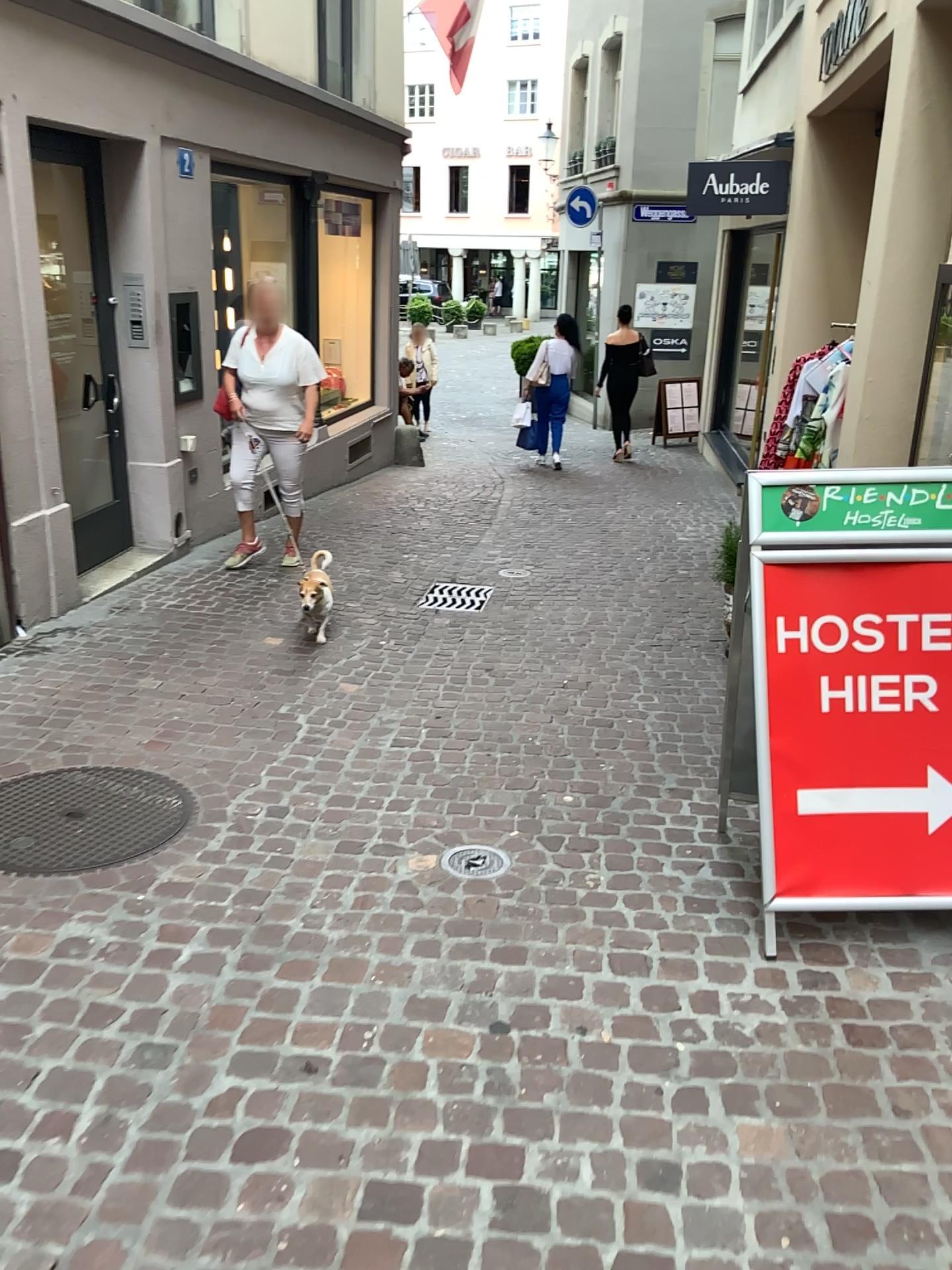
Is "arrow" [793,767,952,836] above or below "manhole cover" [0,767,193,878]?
above

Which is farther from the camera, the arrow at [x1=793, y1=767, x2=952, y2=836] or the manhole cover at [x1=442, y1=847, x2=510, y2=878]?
the manhole cover at [x1=442, y1=847, x2=510, y2=878]

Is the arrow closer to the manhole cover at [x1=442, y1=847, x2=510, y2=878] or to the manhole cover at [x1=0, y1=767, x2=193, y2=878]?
the manhole cover at [x1=442, y1=847, x2=510, y2=878]

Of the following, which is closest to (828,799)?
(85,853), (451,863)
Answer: (451,863)

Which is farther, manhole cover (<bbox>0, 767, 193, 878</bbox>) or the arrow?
manhole cover (<bbox>0, 767, 193, 878</bbox>)

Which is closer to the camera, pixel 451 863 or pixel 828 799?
pixel 828 799

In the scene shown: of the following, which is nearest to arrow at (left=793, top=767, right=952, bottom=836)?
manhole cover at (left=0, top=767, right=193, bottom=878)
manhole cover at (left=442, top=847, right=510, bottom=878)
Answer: manhole cover at (left=442, top=847, right=510, bottom=878)

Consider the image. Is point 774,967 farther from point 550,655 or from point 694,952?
point 550,655

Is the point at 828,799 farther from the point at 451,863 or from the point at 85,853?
the point at 85,853
